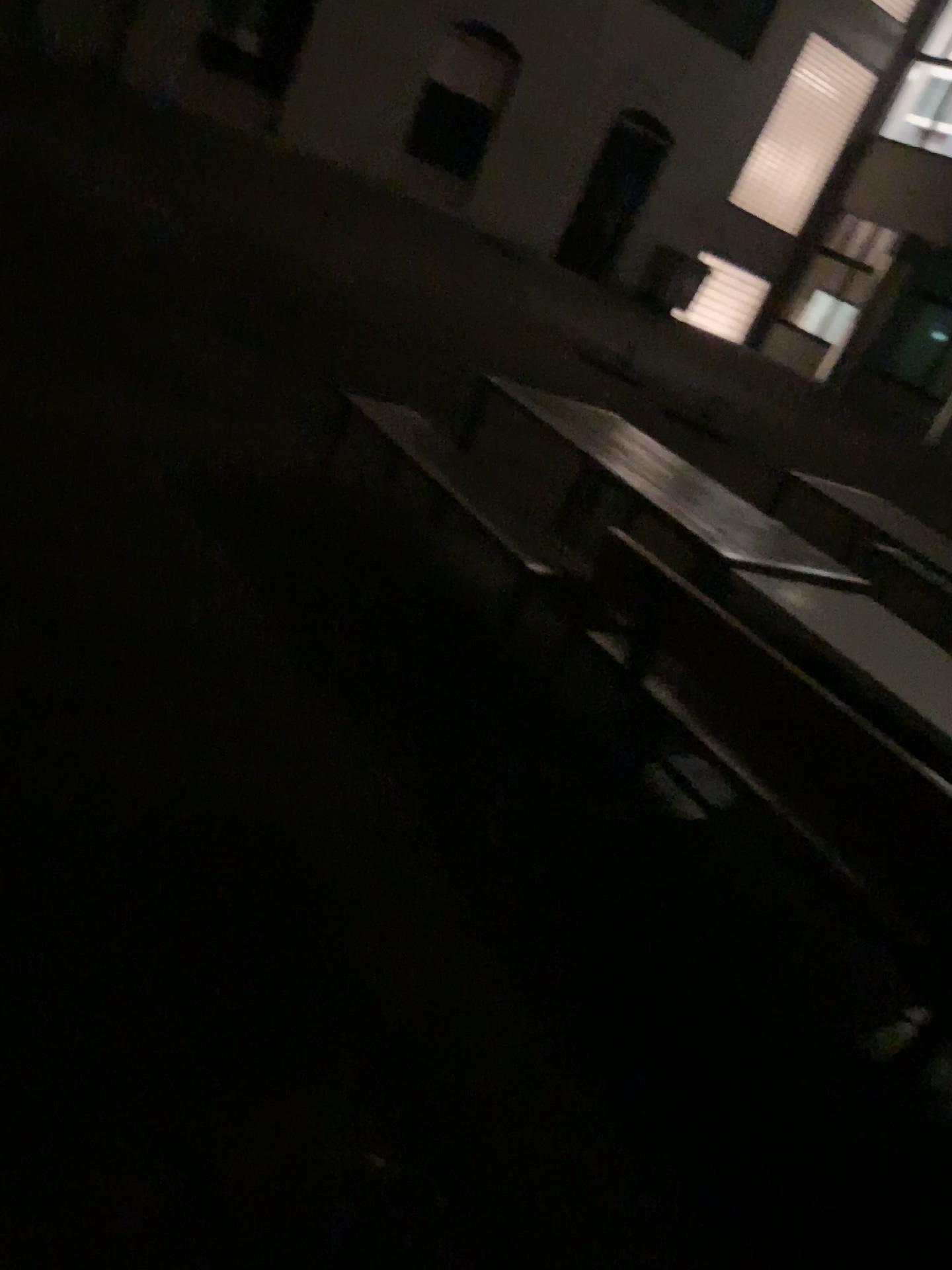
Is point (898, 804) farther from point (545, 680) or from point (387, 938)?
point (545, 680)
